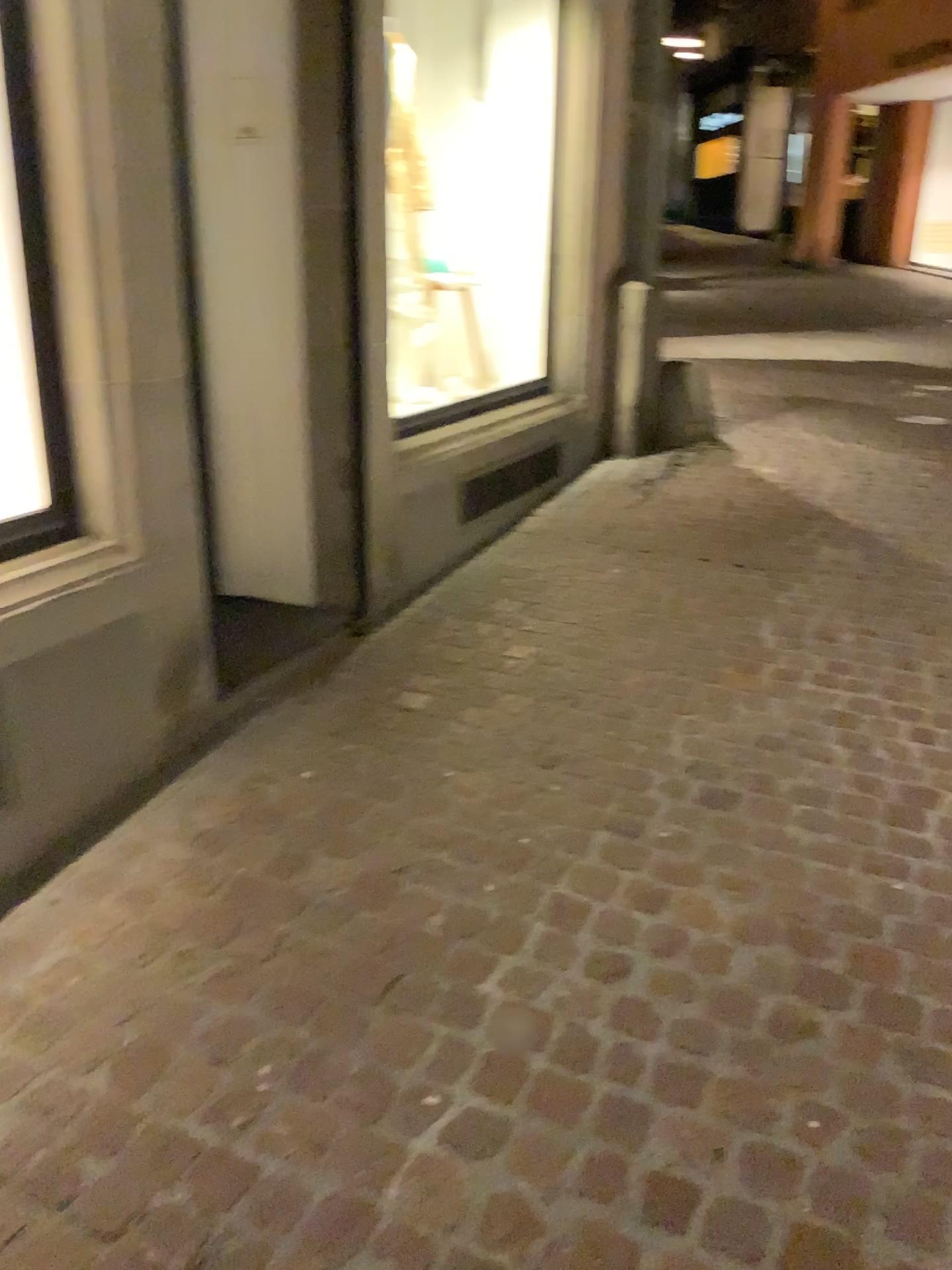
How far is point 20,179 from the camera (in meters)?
2.20

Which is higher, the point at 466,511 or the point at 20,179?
the point at 20,179

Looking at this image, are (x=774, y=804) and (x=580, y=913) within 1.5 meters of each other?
yes

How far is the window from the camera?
2.21m

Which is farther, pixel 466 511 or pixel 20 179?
pixel 466 511

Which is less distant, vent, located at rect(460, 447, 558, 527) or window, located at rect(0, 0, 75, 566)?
window, located at rect(0, 0, 75, 566)
